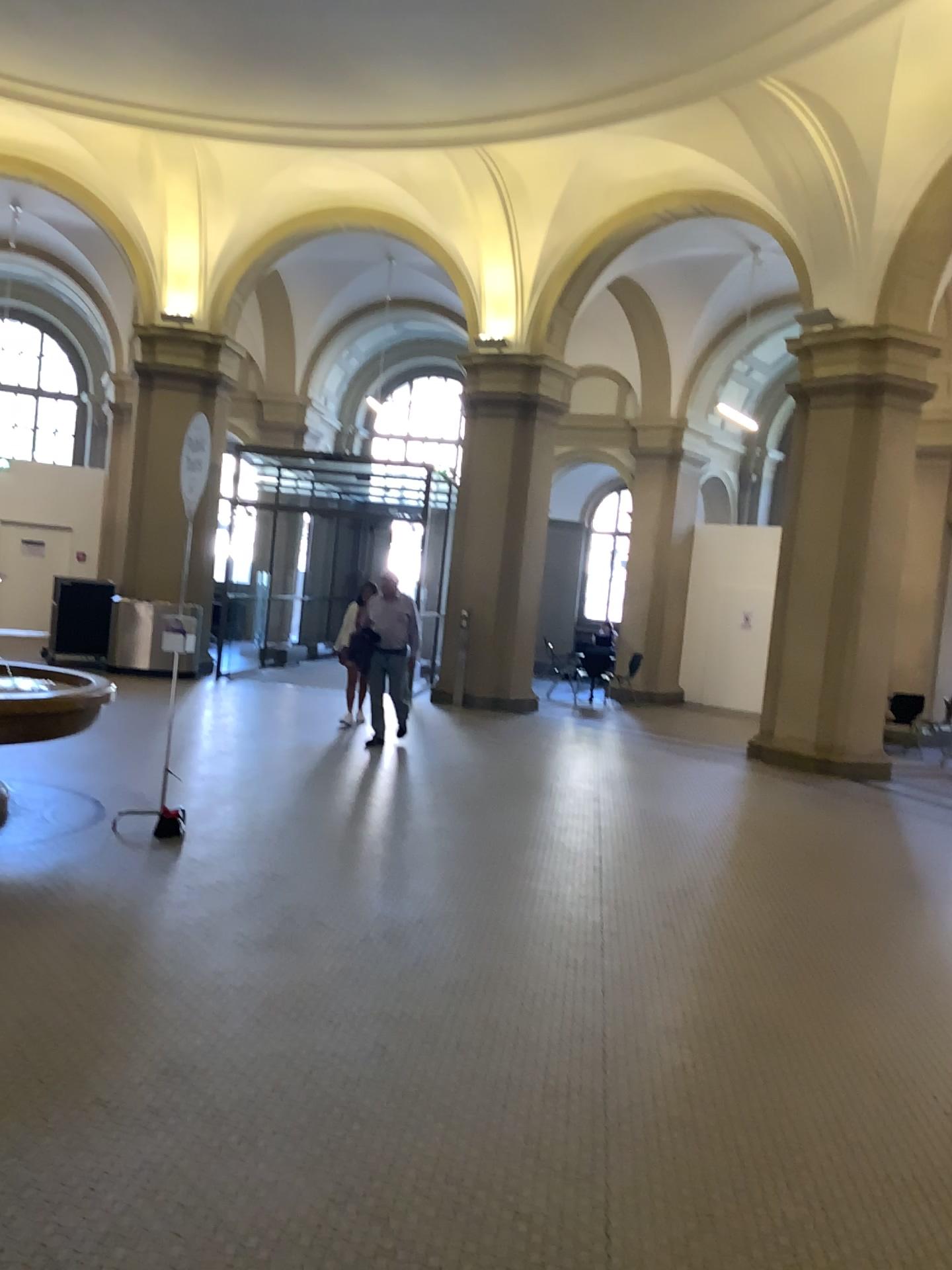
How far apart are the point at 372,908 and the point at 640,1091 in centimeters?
188cm
